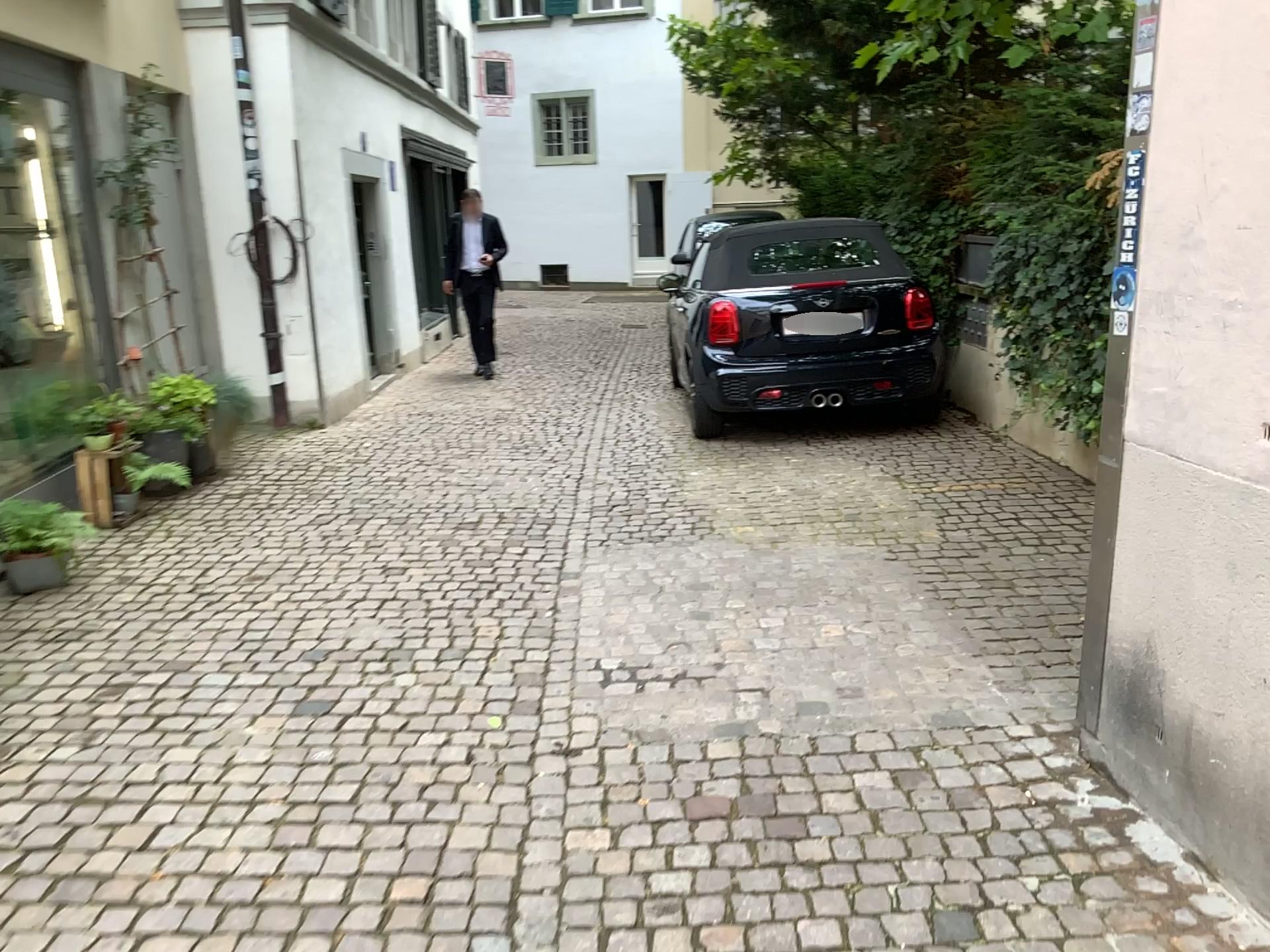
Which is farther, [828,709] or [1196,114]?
[828,709]
